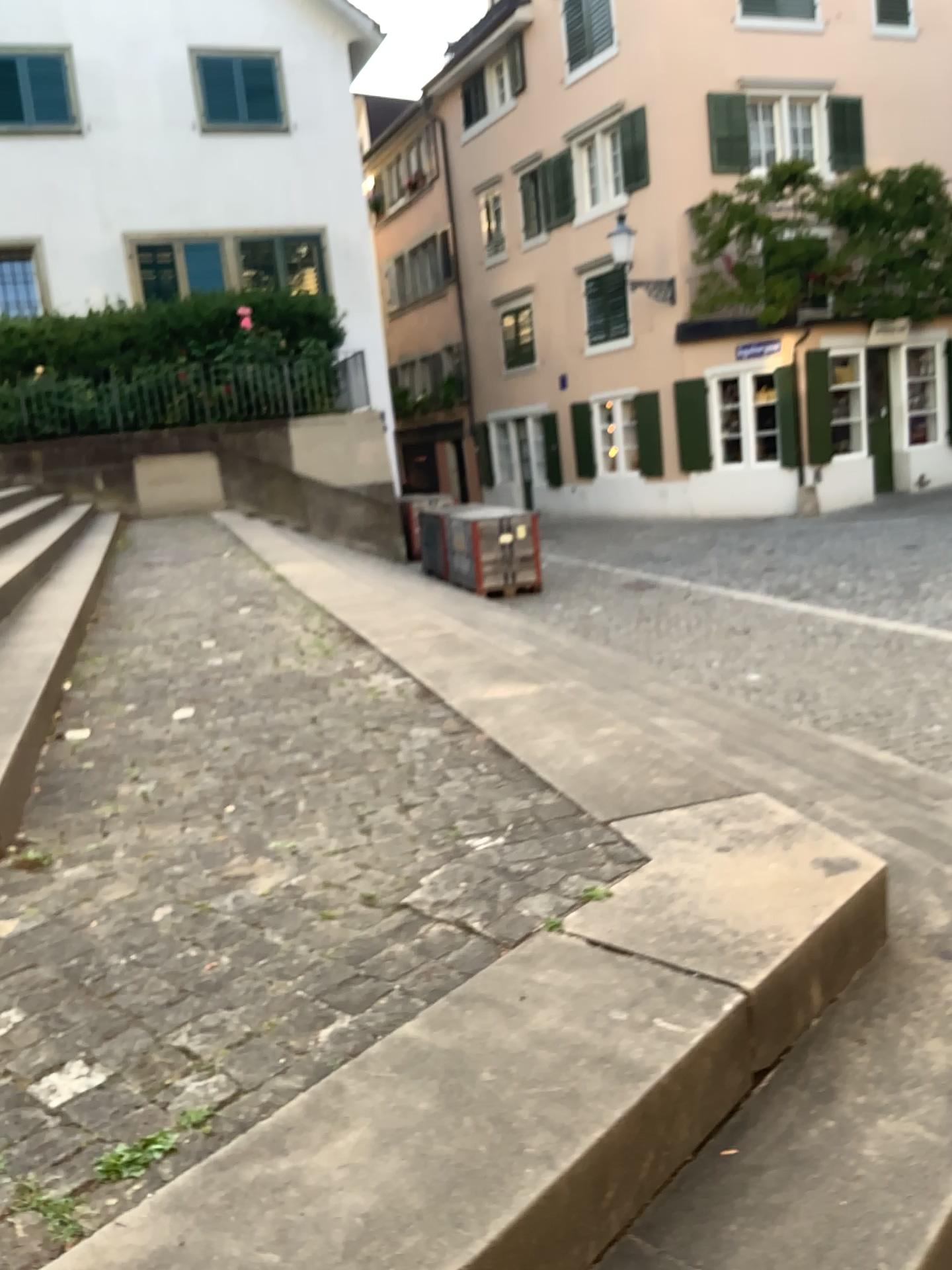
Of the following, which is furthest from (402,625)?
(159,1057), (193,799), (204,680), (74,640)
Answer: (159,1057)
